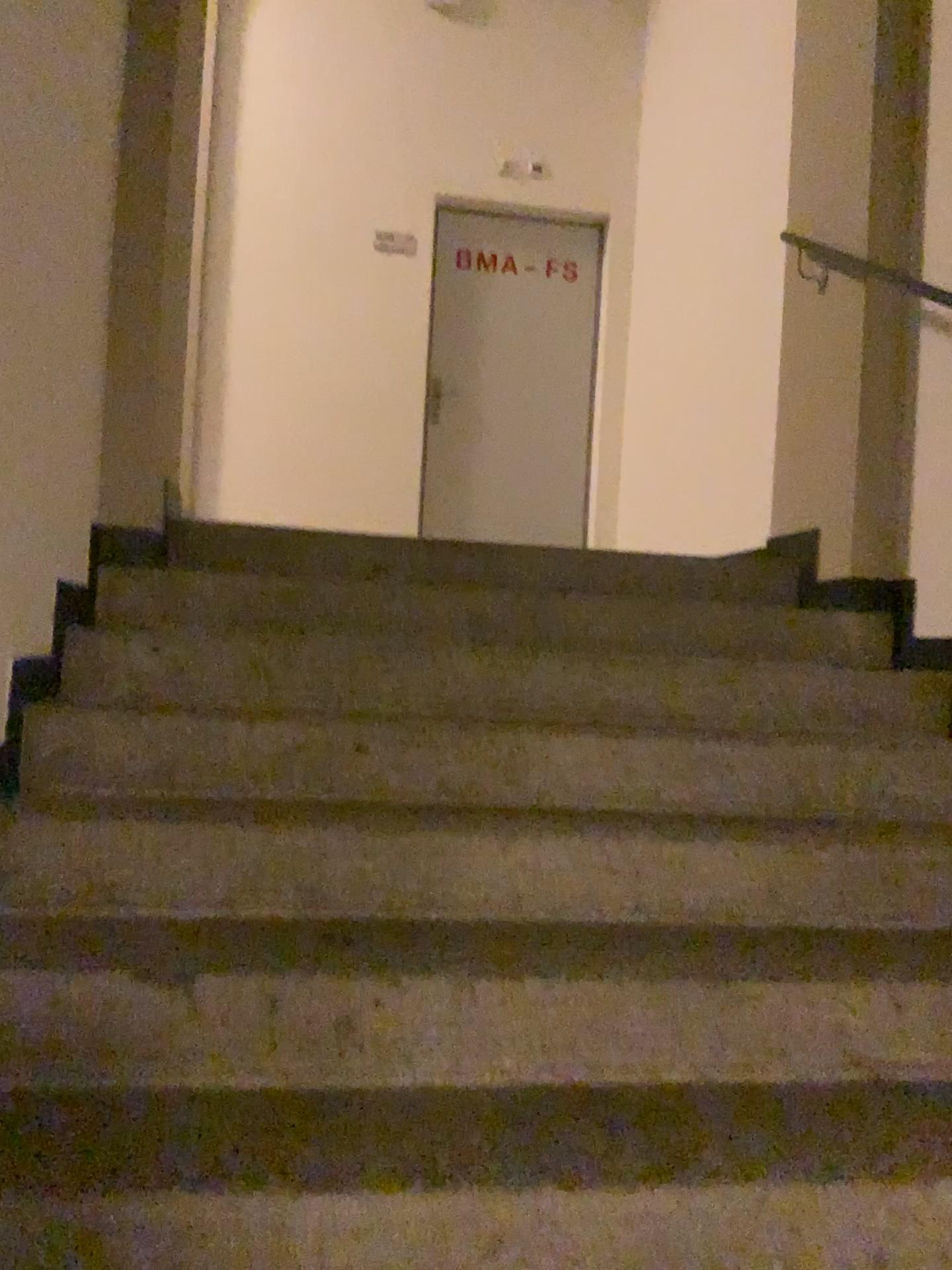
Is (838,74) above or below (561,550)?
above
